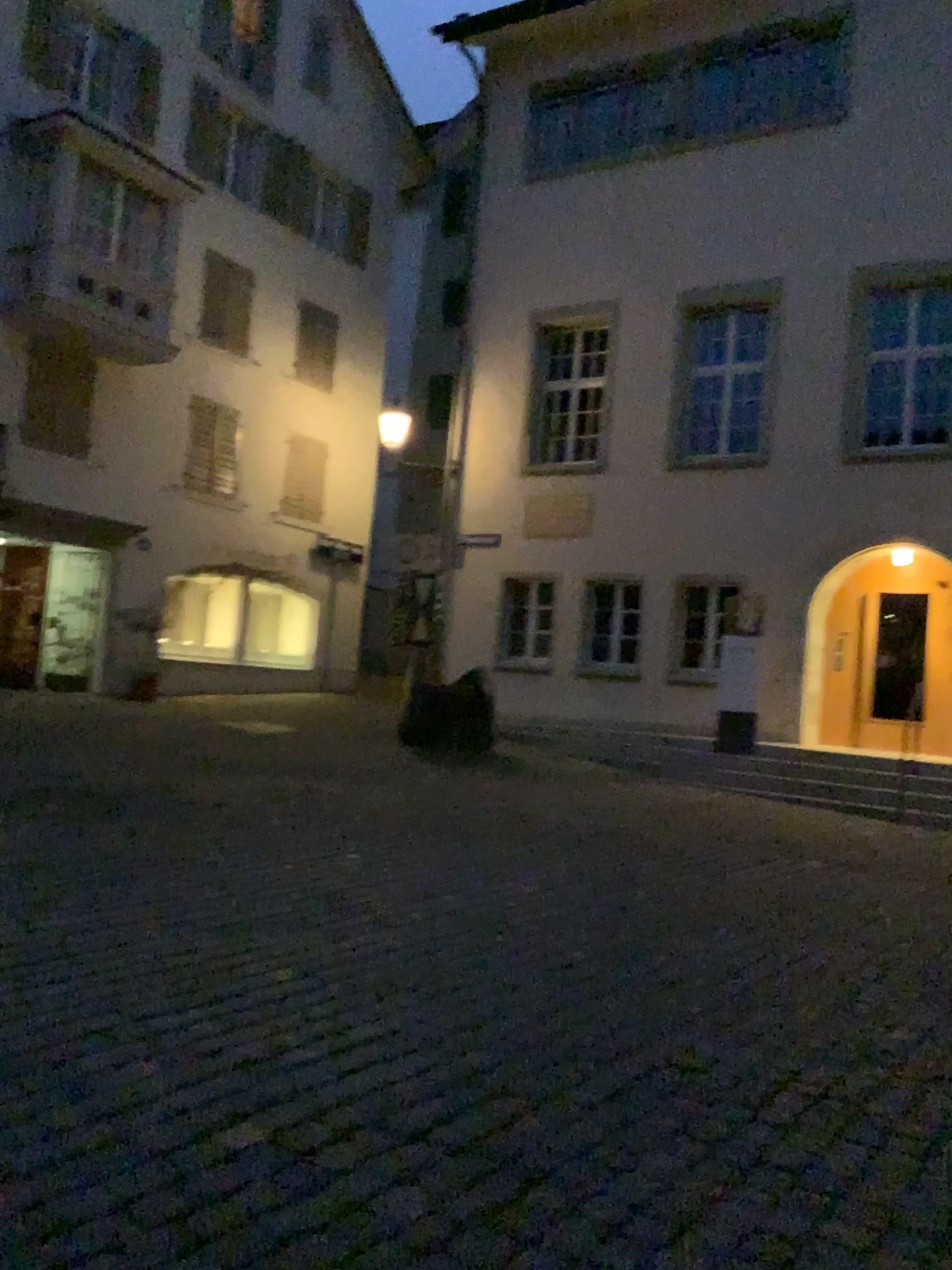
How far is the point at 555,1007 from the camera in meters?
3.9 m
